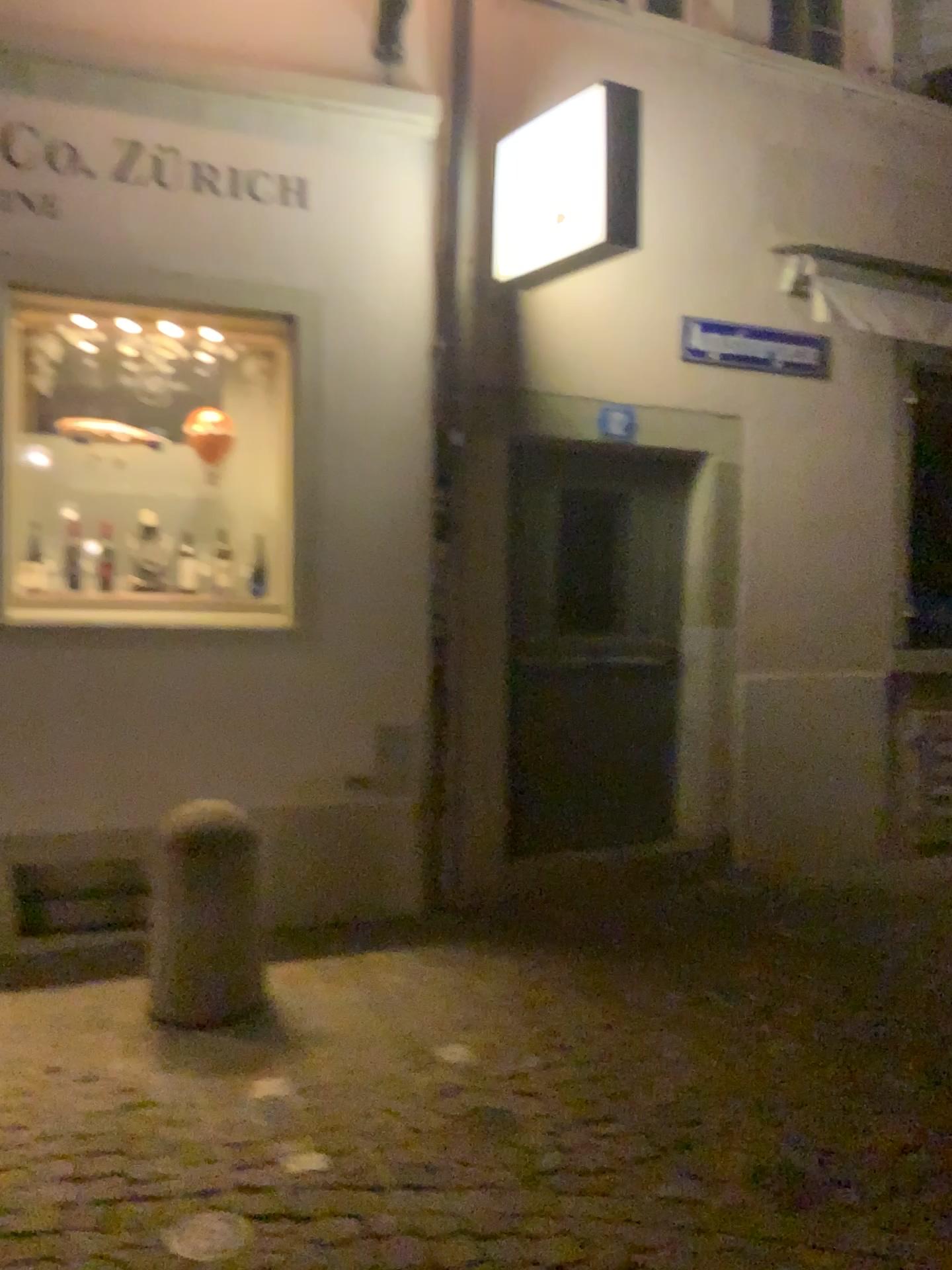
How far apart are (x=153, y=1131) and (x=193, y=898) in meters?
0.8

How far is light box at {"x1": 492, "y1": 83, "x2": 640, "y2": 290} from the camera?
4.0m

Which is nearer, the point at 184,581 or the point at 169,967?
the point at 169,967

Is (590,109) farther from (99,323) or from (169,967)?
(169,967)

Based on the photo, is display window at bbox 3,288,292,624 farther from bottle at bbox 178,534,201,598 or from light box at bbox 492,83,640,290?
light box at bbox 492,83,640,290

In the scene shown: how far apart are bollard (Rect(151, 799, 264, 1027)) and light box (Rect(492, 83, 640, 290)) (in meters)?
2.29

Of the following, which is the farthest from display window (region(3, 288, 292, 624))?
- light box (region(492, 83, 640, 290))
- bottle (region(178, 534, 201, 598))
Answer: light box (region(492, 83, 640, 290))

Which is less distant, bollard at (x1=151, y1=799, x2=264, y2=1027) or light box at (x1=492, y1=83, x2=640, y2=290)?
bollard at (x1=151, y1=799, x2=264, y2=1027)

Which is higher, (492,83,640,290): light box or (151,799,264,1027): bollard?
(492,83,640,290): light box

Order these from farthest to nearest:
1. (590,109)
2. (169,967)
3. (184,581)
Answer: (184,581), (590,109), (169,967)
